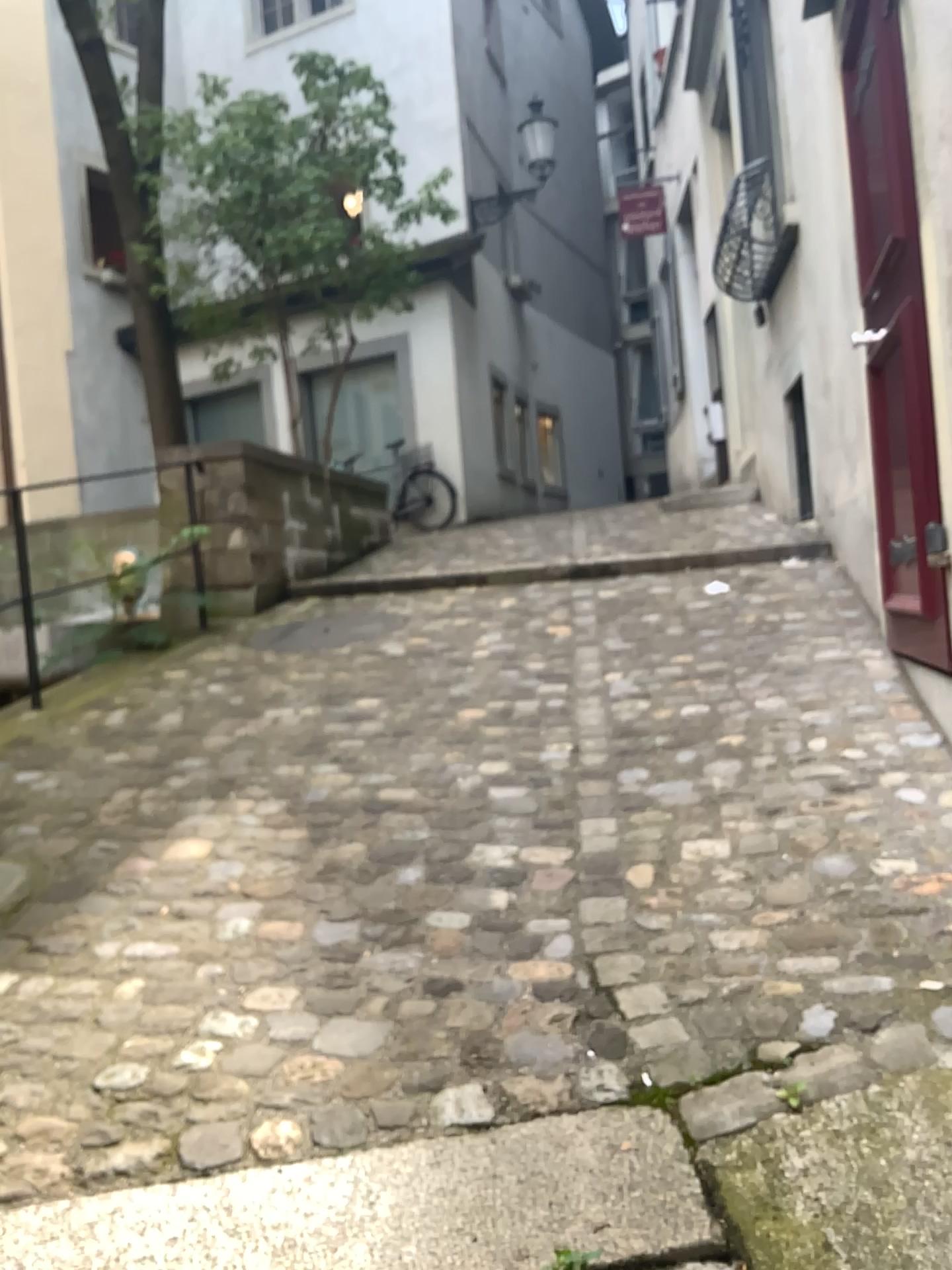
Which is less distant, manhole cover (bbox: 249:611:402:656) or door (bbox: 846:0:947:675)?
door (bbox: 846:0:947:675)

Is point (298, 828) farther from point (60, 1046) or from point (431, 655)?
point (431, 655)

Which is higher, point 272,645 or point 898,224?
point 898,224

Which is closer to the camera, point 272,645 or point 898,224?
point 898,224
